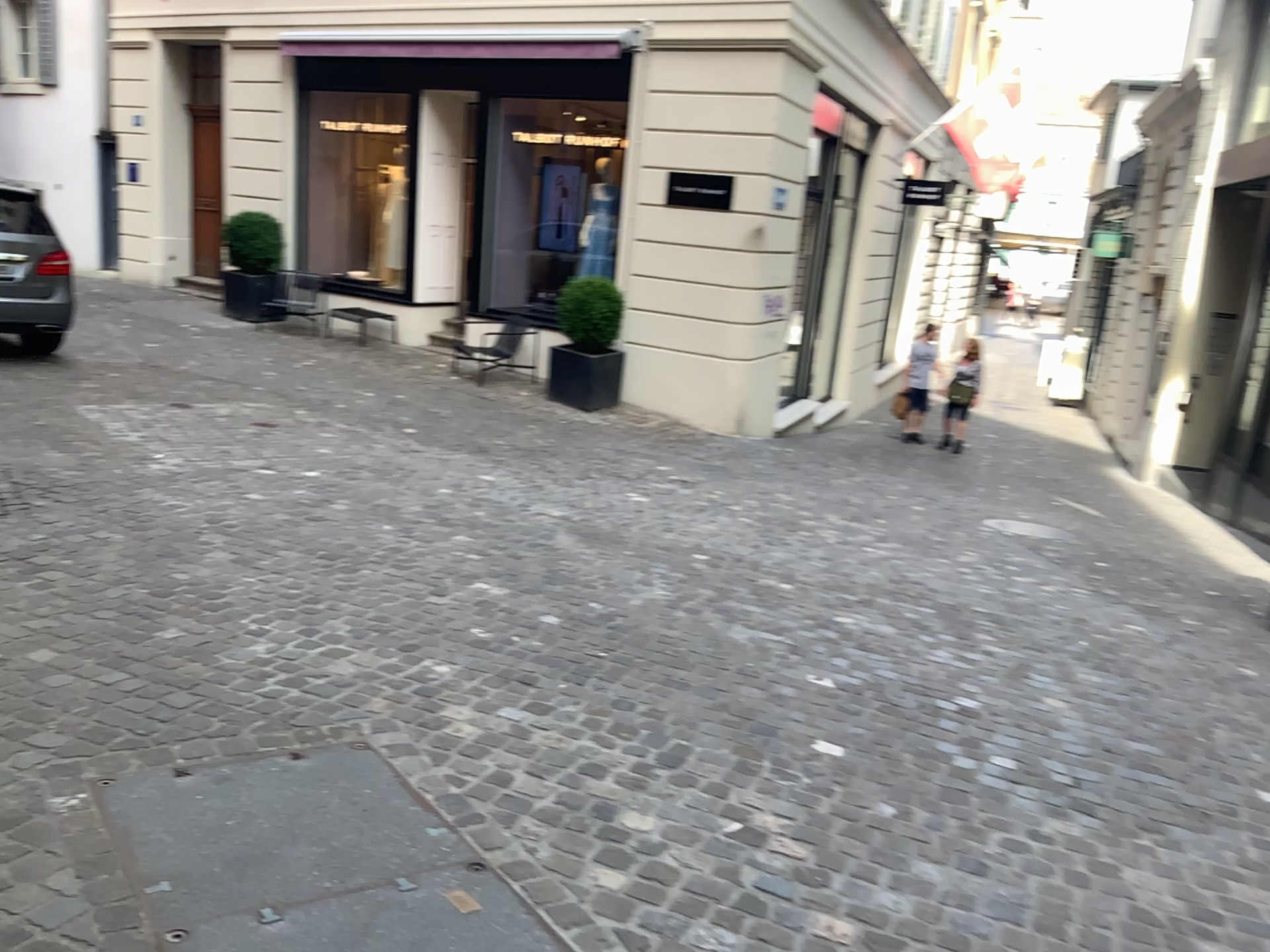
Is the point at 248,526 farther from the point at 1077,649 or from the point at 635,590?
the point at 1077,649
